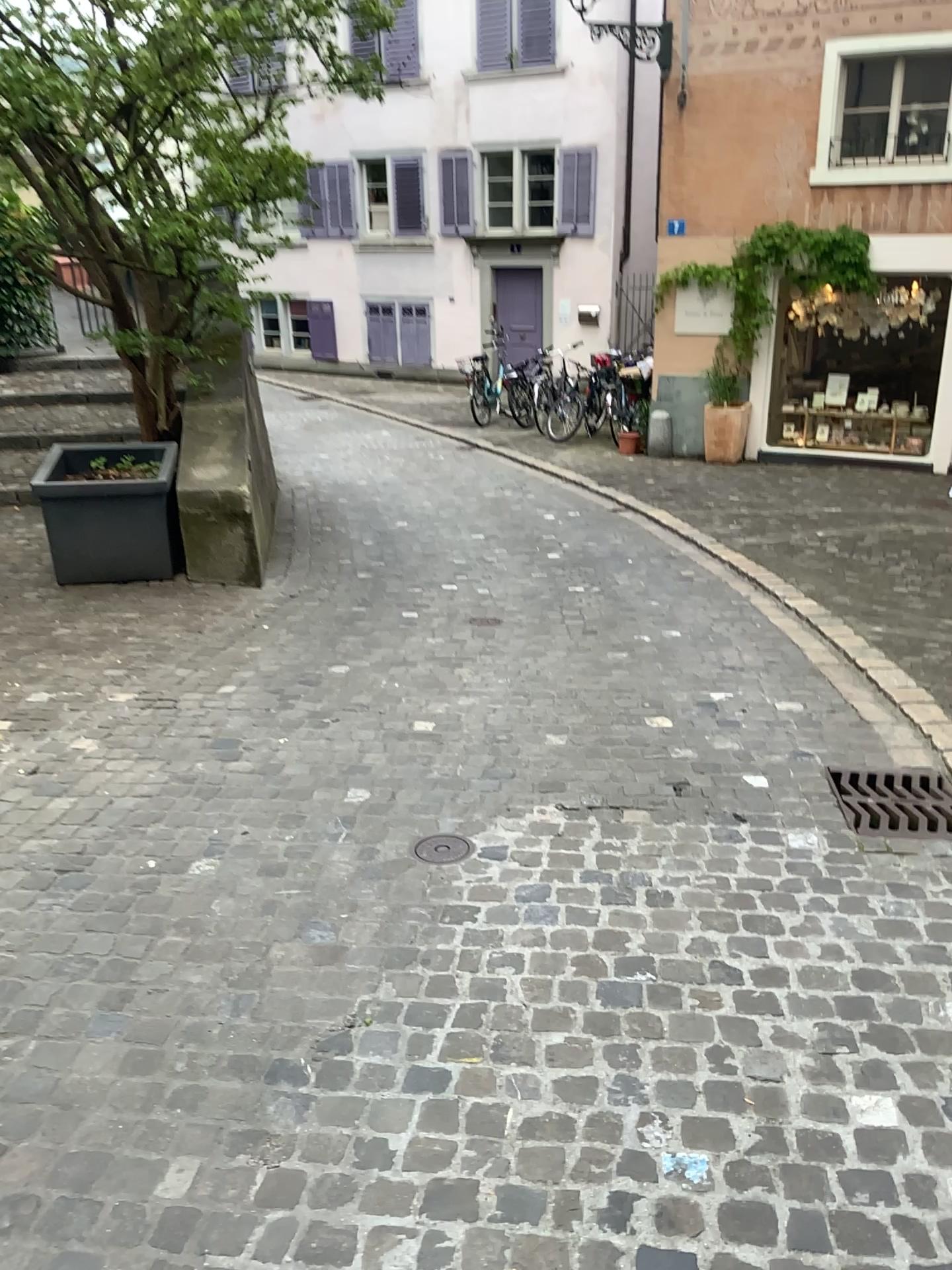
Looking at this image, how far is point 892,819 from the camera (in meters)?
3.19

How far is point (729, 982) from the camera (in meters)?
2.39

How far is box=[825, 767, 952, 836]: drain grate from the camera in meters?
3.2 m
